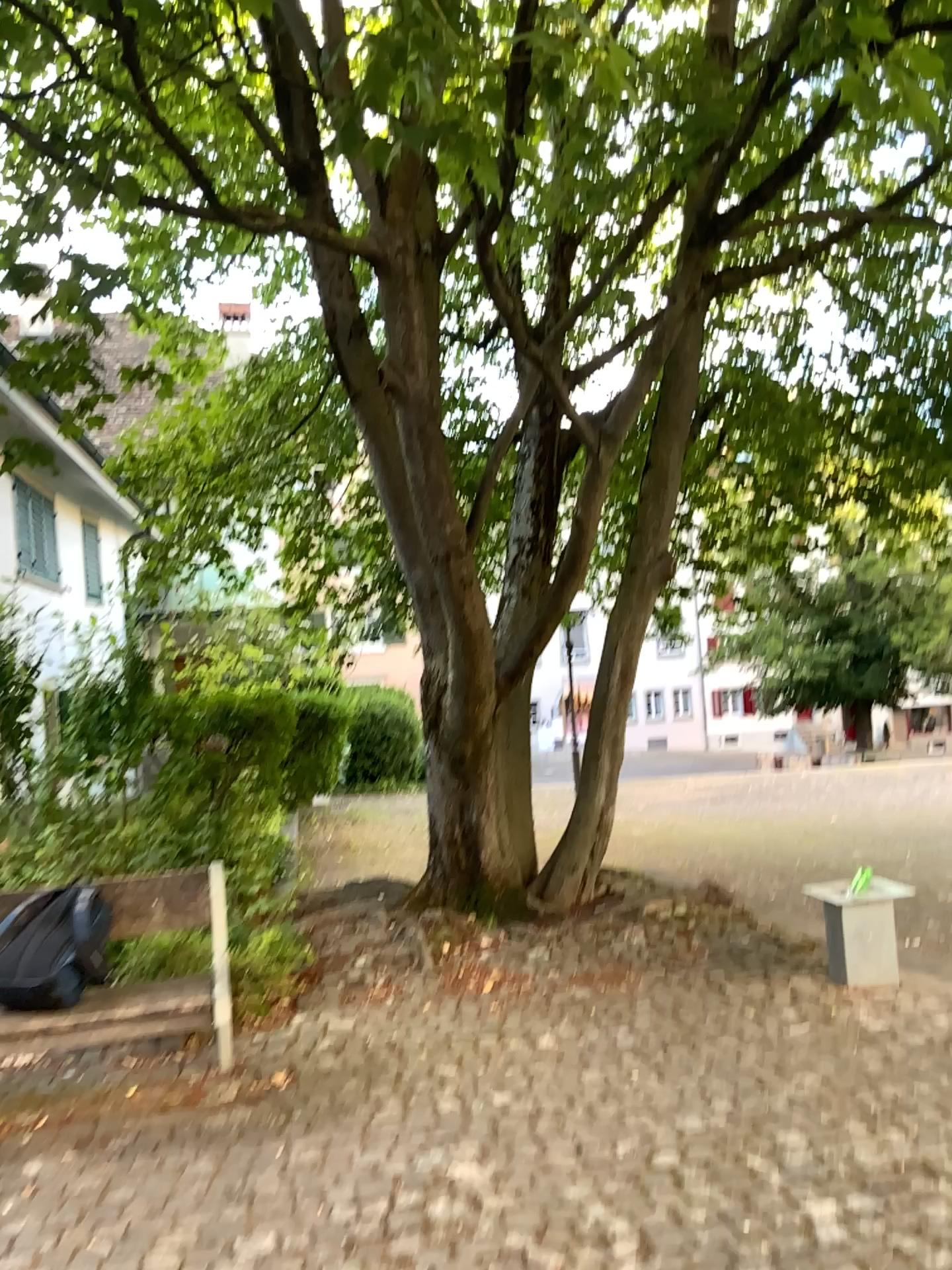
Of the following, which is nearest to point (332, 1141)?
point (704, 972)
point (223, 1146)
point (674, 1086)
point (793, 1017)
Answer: point (223, 1146)
